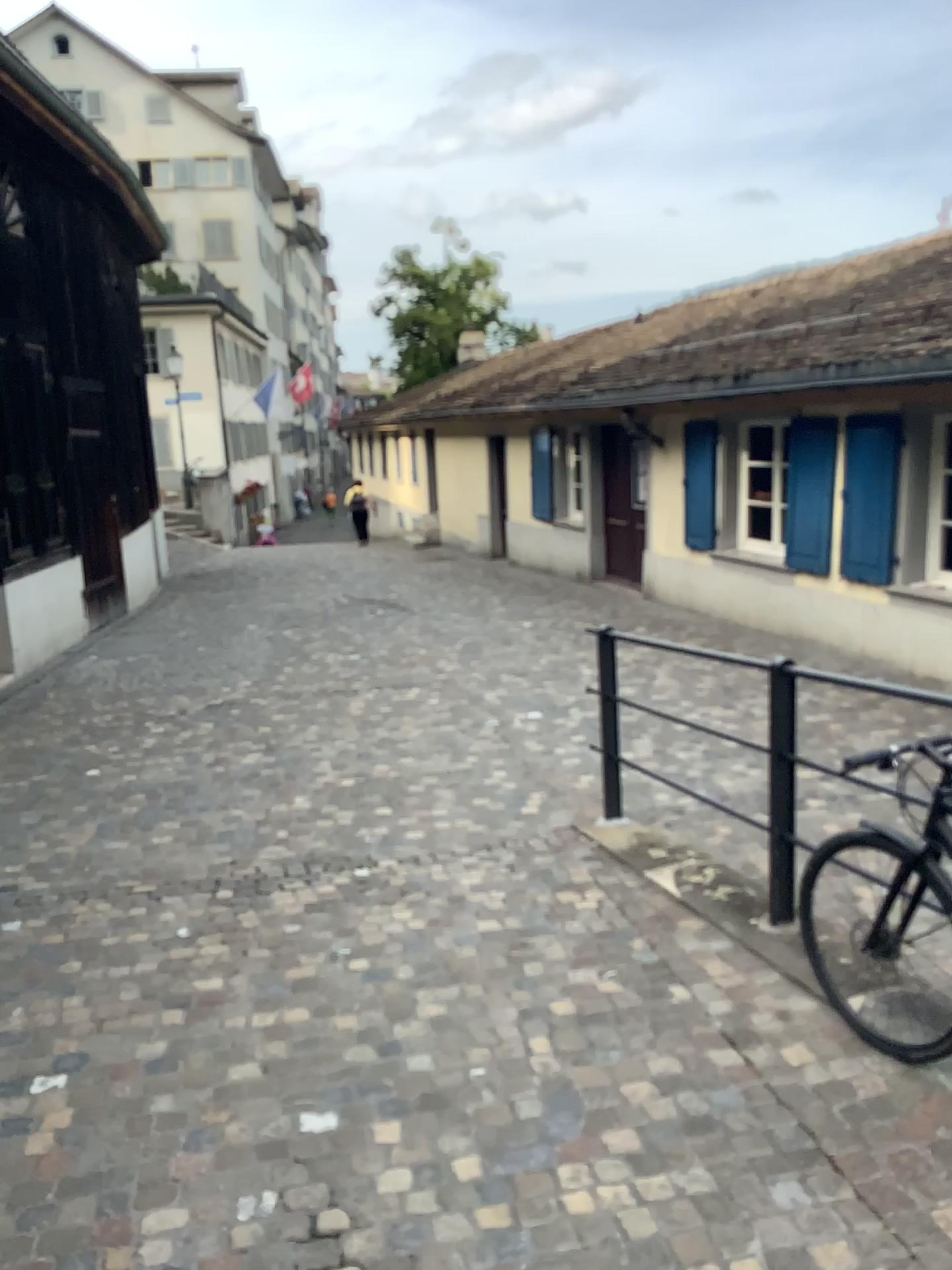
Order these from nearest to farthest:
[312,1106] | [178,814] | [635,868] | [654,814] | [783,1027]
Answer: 1. [312,1106]
2. [783,1027]
3. [635,868]
4. [654,814]
5. [178,814]
